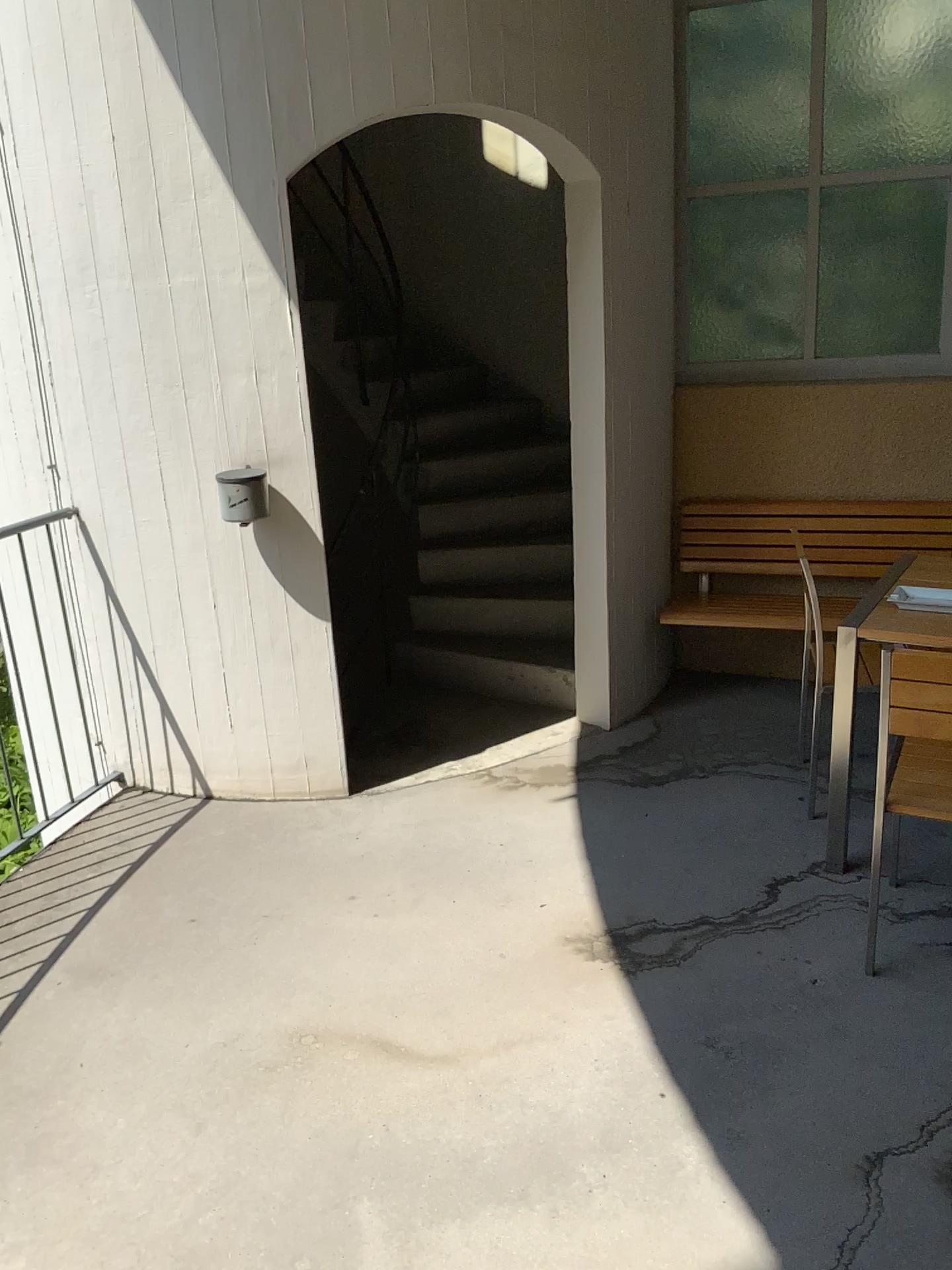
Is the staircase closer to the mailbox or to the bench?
the bench

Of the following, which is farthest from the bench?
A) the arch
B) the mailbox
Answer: the mailbox

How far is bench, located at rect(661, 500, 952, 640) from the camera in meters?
4.2

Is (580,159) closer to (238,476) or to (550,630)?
(238,476)

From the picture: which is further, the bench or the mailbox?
the bench

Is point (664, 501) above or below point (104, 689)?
above

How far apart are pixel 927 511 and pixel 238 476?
2.7 meters

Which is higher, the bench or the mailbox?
the mailbox

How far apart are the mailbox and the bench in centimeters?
160cm

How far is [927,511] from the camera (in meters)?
4.20
